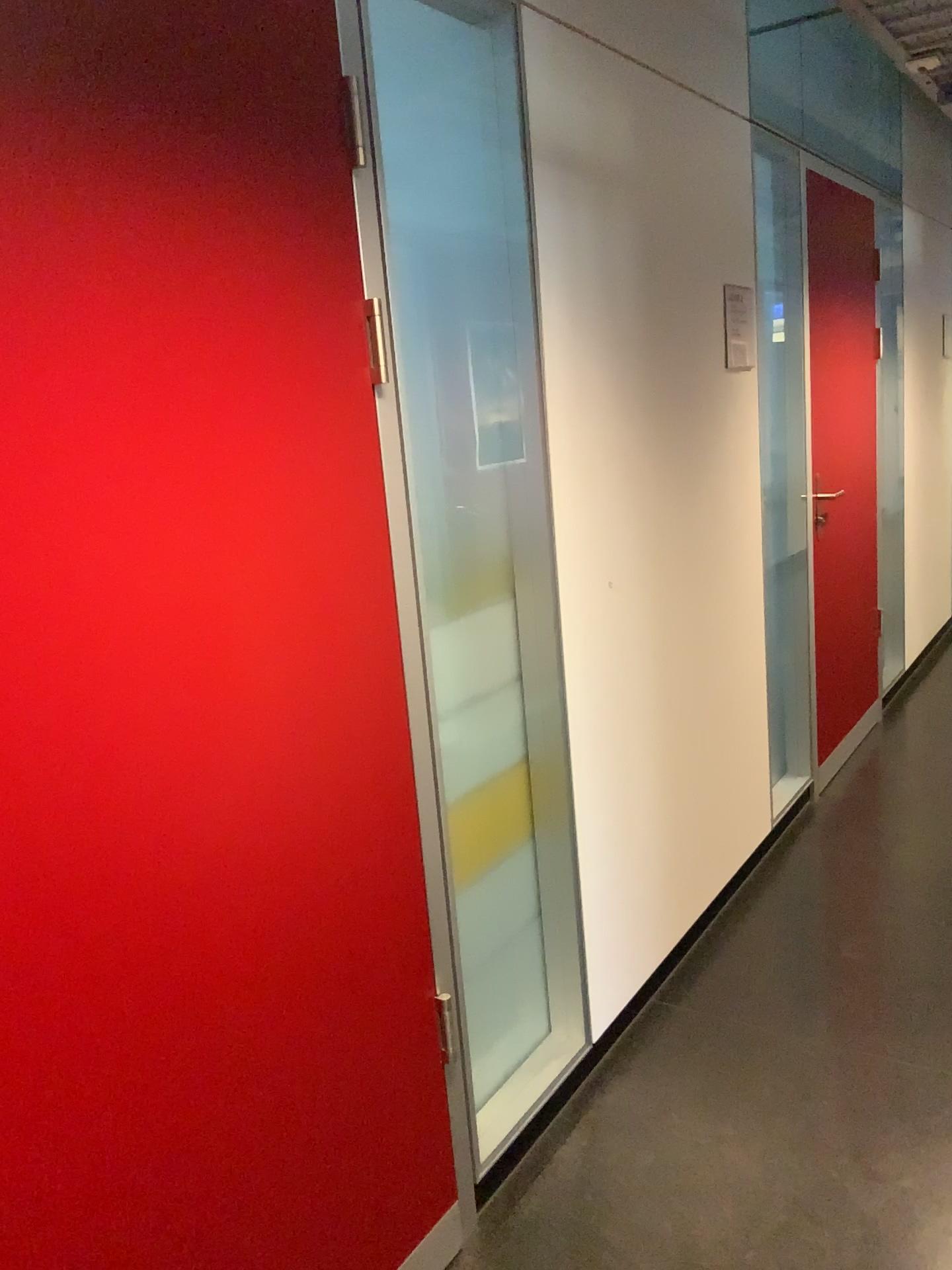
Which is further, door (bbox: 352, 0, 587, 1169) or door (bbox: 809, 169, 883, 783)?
door (bbox: 809, 169, 883, 783)

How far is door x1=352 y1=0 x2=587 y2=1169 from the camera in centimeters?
182cm

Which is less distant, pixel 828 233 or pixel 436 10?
pixel 436 10

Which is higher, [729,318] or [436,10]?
[436,10]

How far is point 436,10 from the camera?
1.8m

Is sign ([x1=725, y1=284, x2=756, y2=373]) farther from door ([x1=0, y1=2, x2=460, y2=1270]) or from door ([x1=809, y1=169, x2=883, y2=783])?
door ([x1=0, y1=2, x2=460, y2=1270])

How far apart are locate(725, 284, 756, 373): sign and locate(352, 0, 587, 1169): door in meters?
1.0

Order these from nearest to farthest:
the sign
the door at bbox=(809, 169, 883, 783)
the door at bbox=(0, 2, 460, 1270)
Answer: the door at bbox=(0, 2, 460, 1270) < the sign < the door at bbox=(809, 169, 883, 783)

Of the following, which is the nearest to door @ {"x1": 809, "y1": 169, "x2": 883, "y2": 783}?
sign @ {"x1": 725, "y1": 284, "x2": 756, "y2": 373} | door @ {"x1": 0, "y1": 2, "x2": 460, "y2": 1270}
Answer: sign @ {"x1": 725, "y1": 284, "x2": 756, "y2": 373}

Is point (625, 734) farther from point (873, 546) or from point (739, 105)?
point (873, 546)
